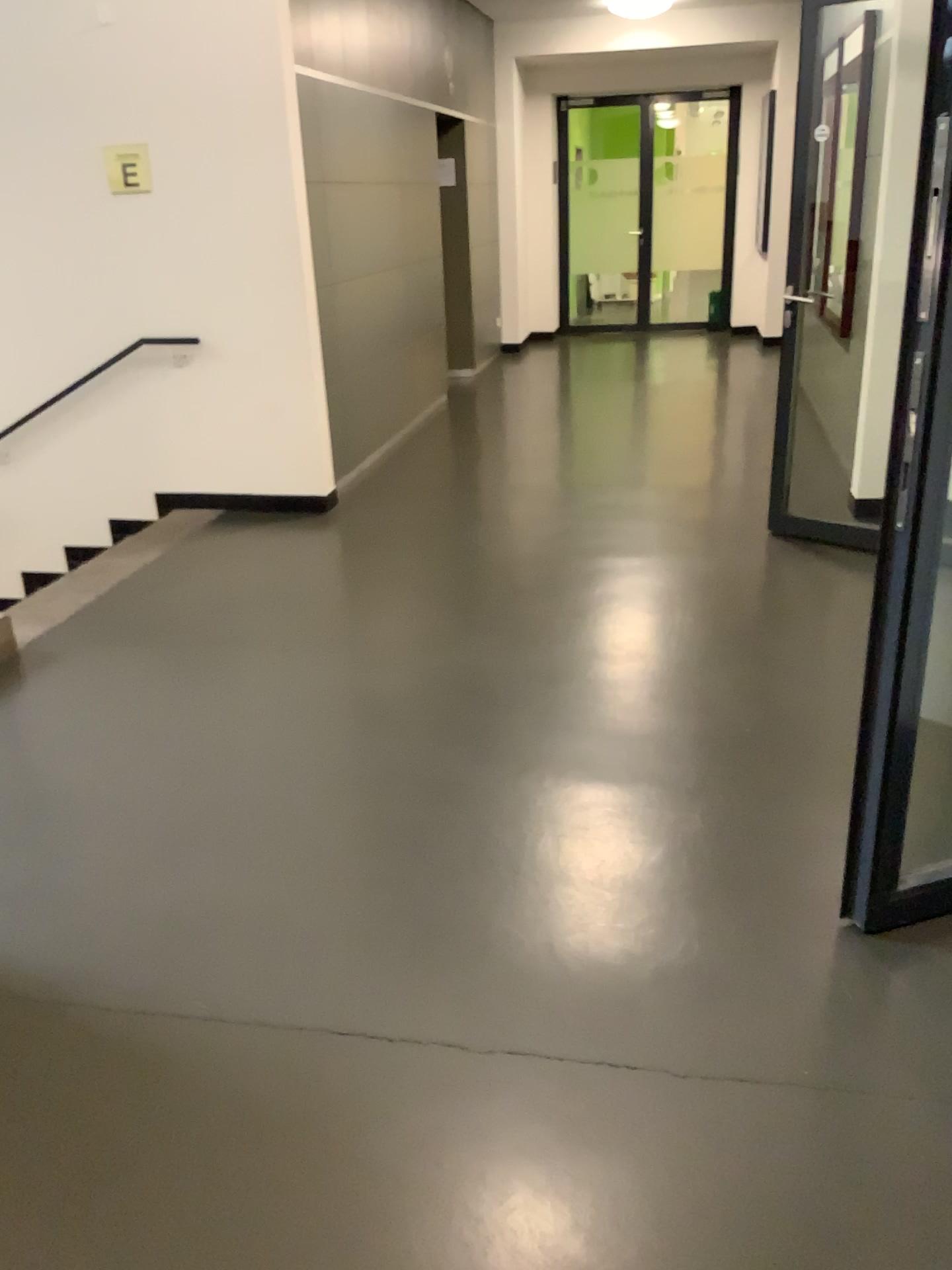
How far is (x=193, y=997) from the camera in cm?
215
